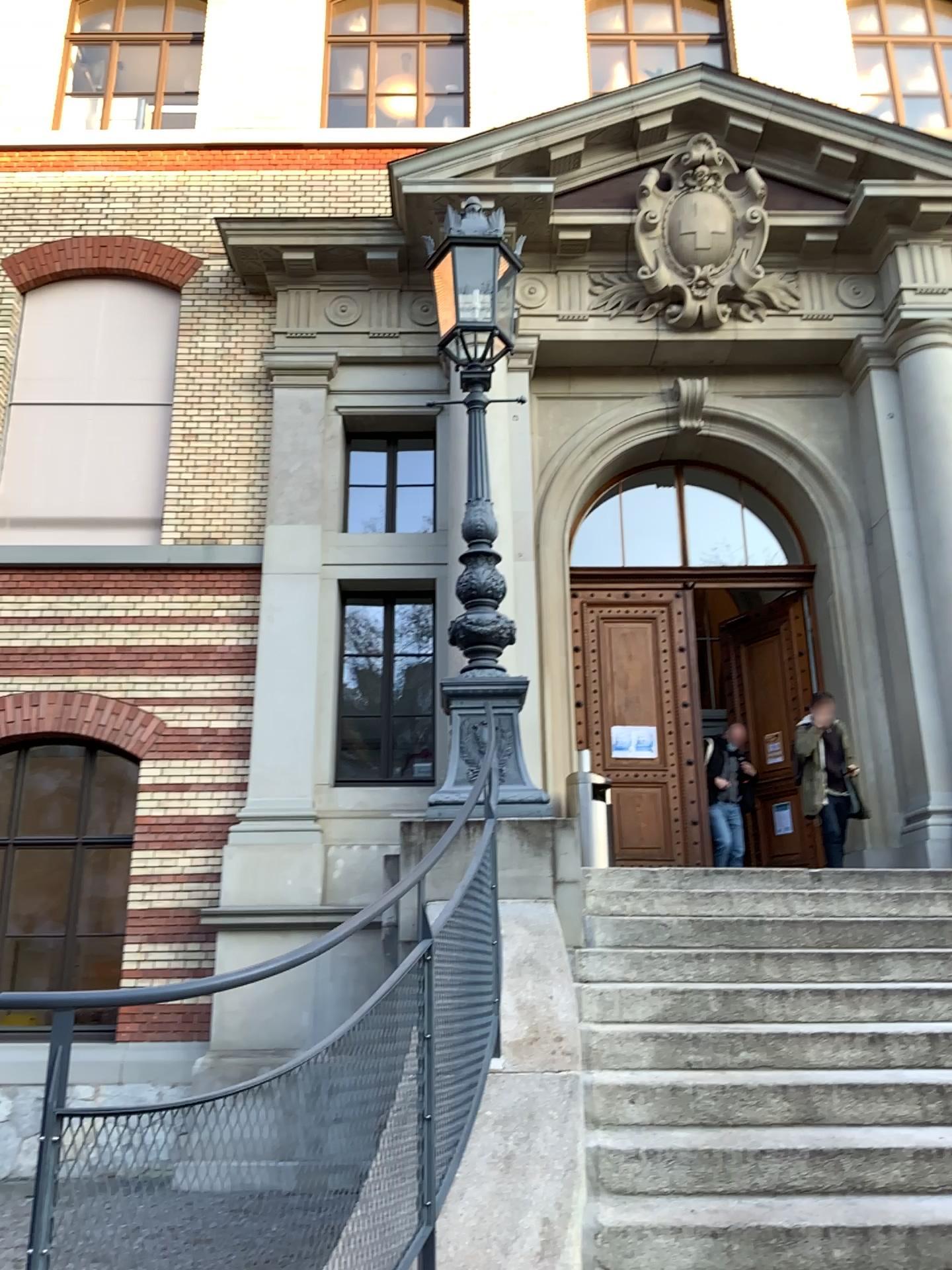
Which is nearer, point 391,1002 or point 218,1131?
point 218,1131
